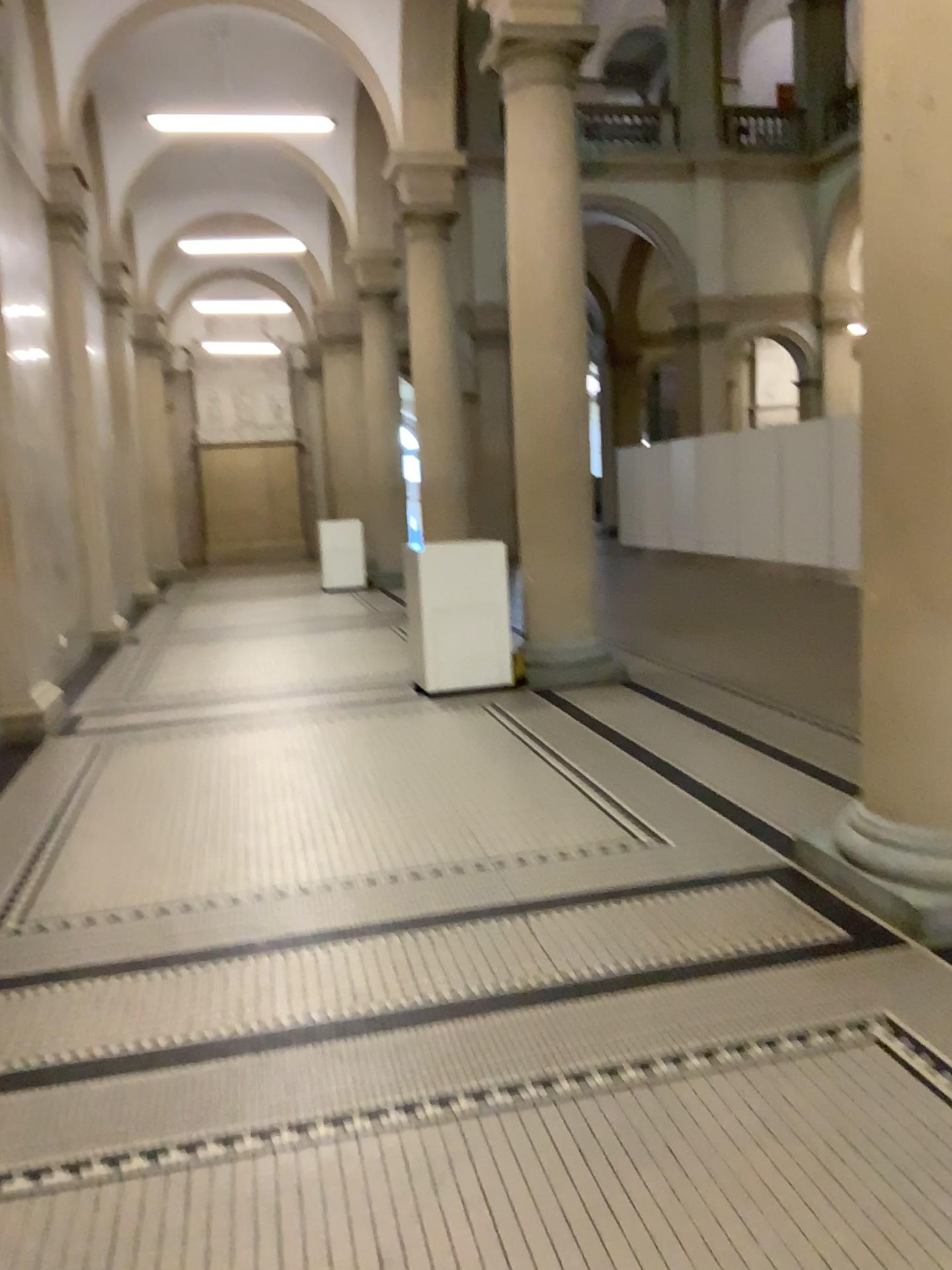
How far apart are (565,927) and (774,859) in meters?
0.9 m

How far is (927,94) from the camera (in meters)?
2.96

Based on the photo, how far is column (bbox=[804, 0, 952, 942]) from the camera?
2.96m
